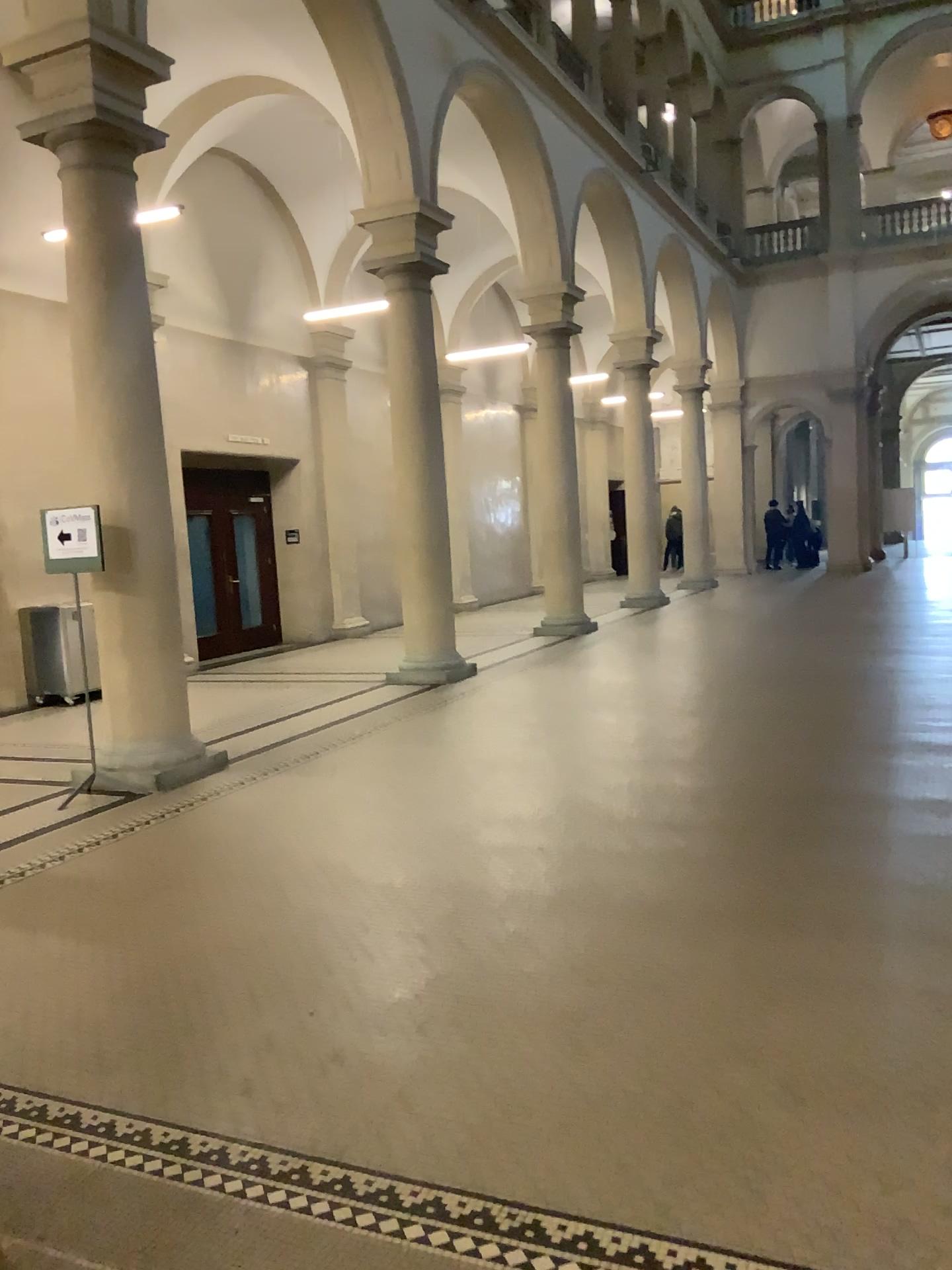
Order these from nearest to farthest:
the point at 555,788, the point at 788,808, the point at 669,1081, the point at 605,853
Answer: the point at 669,1081 → the point at 605,853 → the point at 788,808 → the point at 555,788
